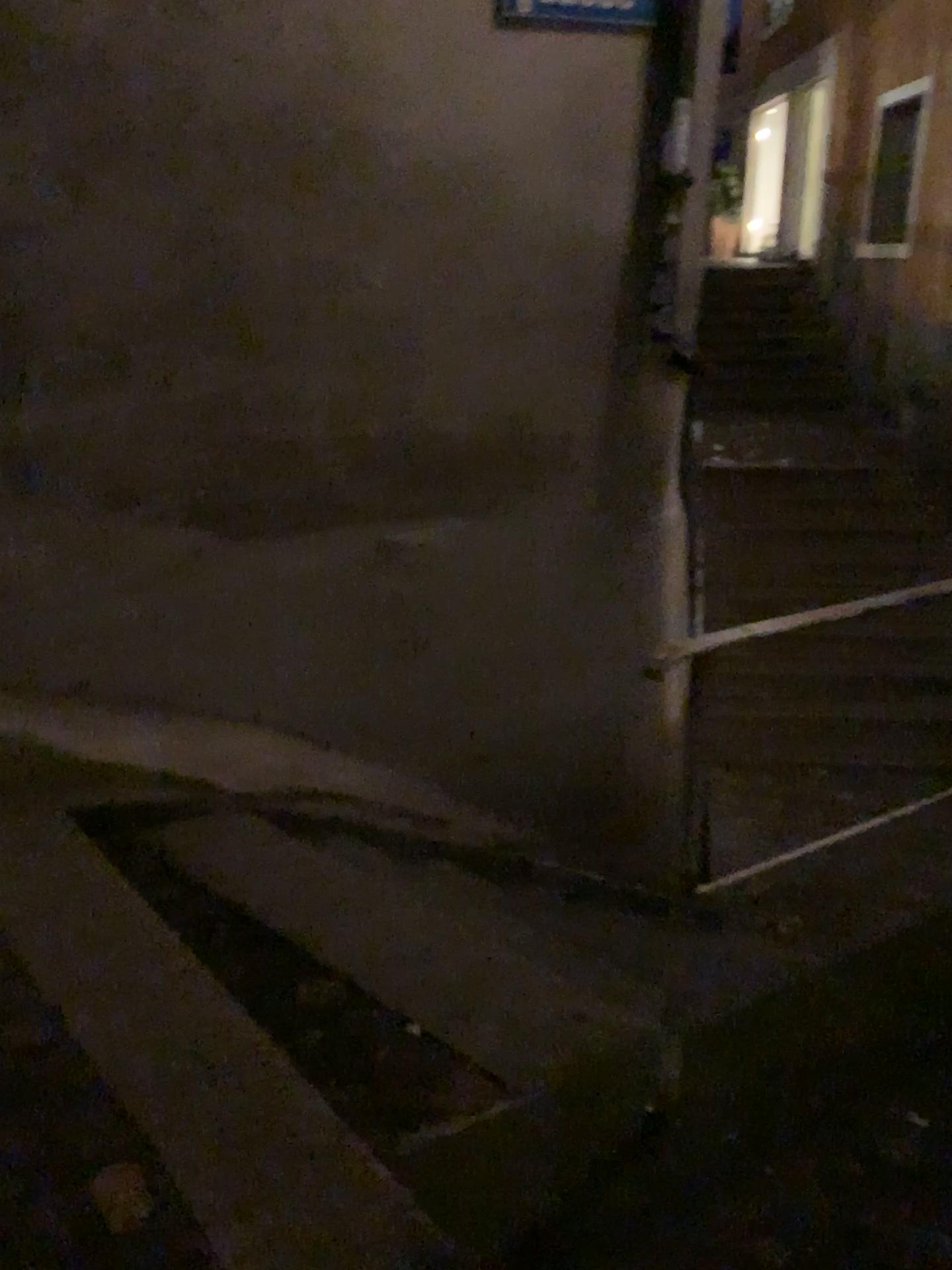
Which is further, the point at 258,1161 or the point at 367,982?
the point at 367,982
